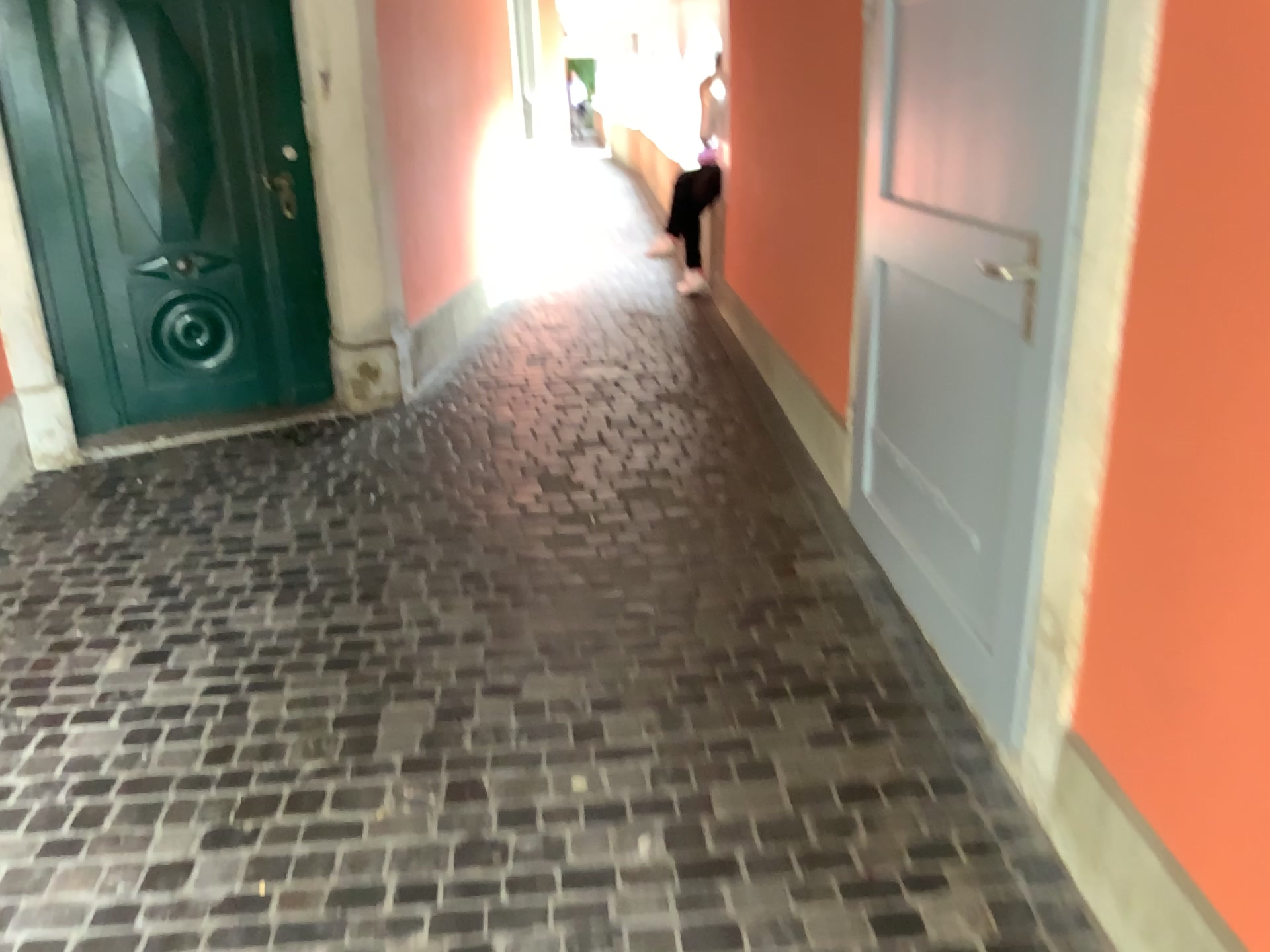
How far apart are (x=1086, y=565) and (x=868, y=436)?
1.4m

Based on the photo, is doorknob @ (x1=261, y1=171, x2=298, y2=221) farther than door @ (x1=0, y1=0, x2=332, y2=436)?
Yes

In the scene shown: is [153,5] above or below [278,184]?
above

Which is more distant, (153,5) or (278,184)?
(278,184)
